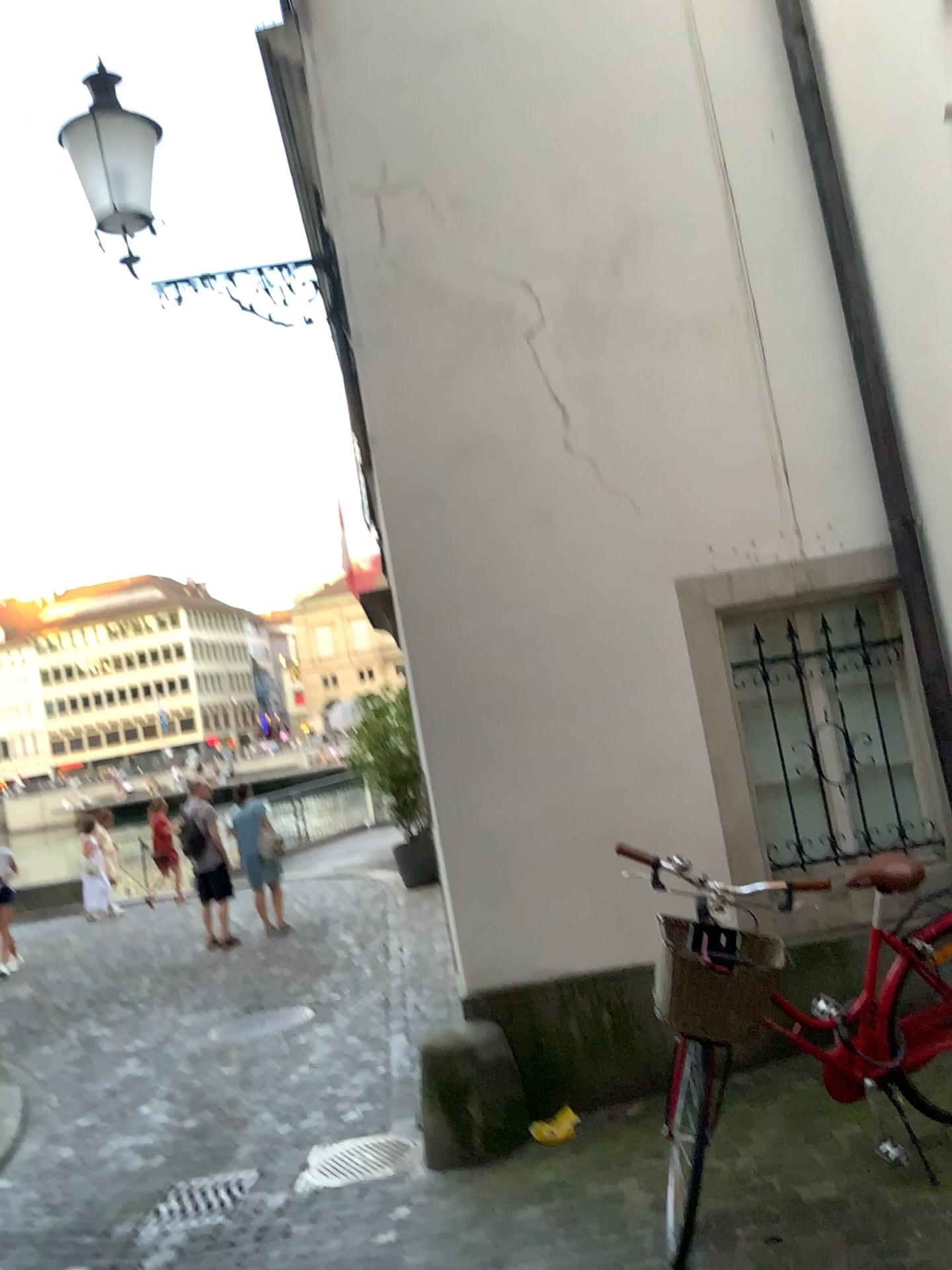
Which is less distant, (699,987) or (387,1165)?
(699,987)

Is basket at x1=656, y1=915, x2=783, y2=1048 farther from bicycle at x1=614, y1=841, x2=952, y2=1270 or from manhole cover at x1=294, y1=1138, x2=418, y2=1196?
manhole cover at x1=294, y1=1138, x2=418, y2=1196

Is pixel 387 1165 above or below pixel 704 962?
below

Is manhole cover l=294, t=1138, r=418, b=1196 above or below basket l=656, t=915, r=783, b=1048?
below

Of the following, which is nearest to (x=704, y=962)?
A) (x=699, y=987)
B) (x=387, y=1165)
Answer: (x=699, y=987)

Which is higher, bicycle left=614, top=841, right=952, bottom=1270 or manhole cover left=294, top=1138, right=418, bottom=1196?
bicycle left=614, top=841, right=952, bottom=1270

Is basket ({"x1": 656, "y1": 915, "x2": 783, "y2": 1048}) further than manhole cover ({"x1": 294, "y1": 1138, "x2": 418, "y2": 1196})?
No

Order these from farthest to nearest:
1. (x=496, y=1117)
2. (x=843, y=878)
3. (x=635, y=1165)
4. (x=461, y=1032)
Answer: (x=461, y=1032)
(x=496, y=1117)
(x=635, y=1165)
(x=843, y=878)

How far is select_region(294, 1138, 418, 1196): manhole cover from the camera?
4.27m

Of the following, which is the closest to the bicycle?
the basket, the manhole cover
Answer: the basket
